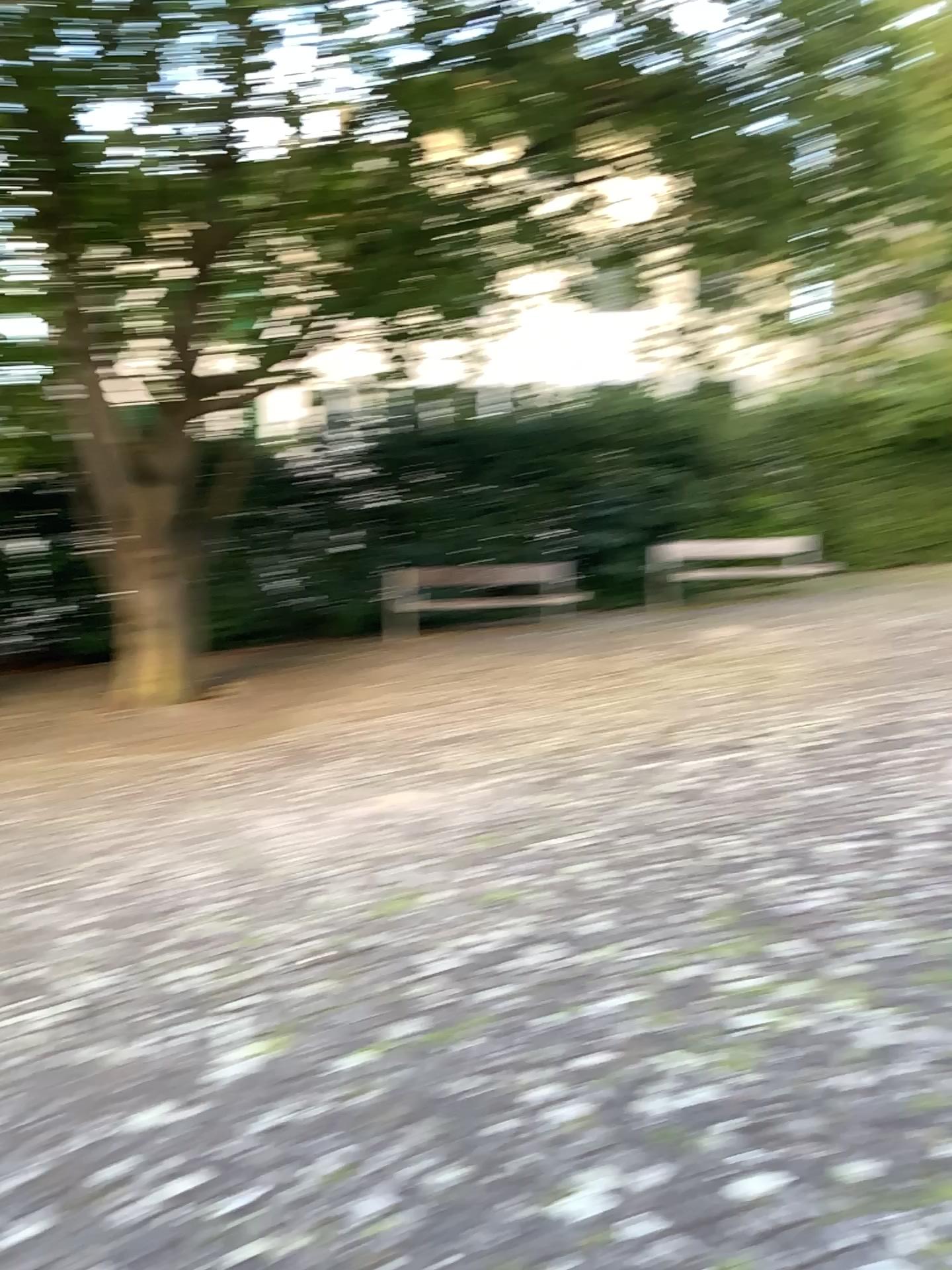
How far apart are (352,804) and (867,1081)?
3.12m
